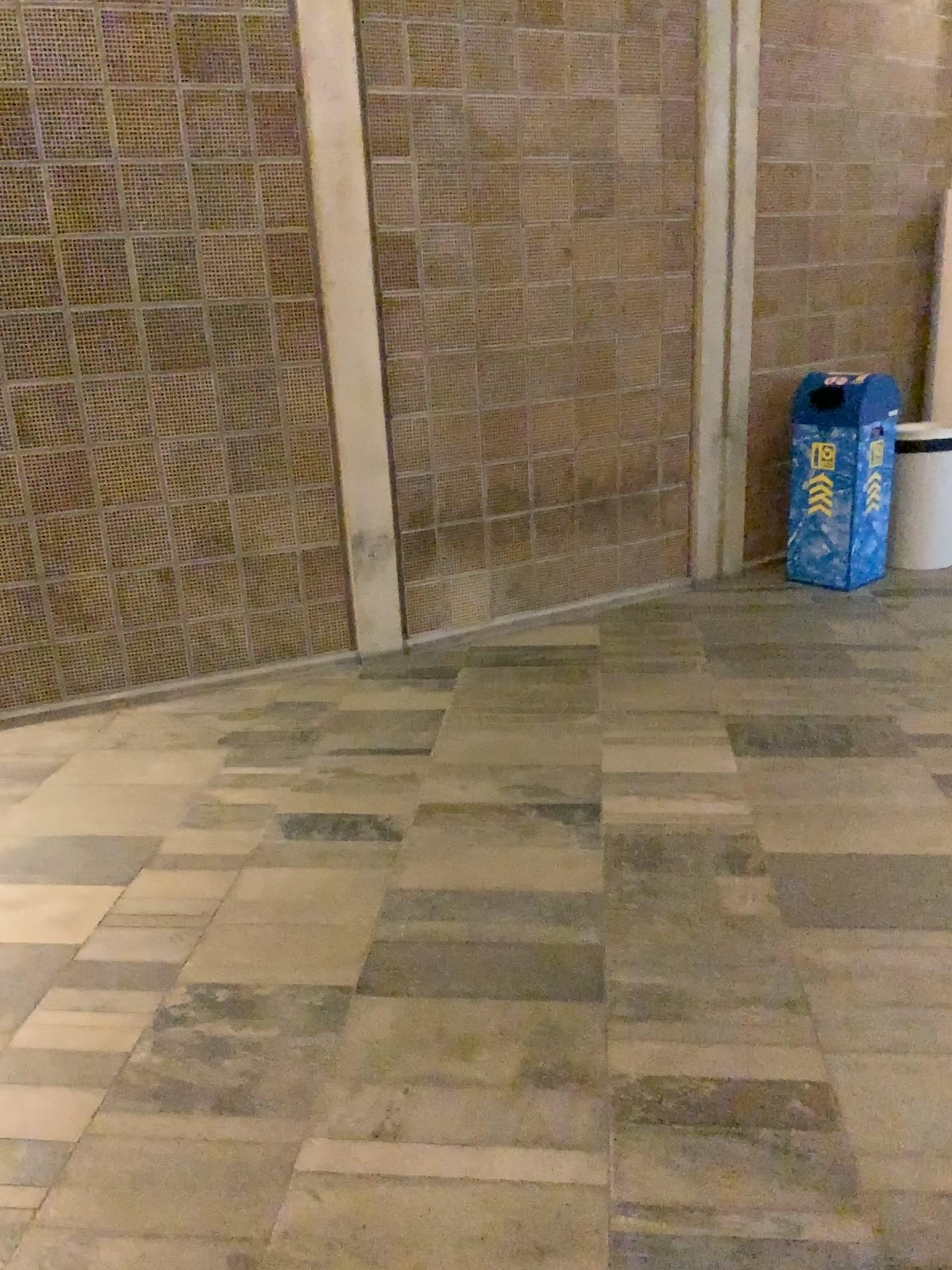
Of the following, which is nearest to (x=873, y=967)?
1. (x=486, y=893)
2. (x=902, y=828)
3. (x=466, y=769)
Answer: (x=902, y=828)
